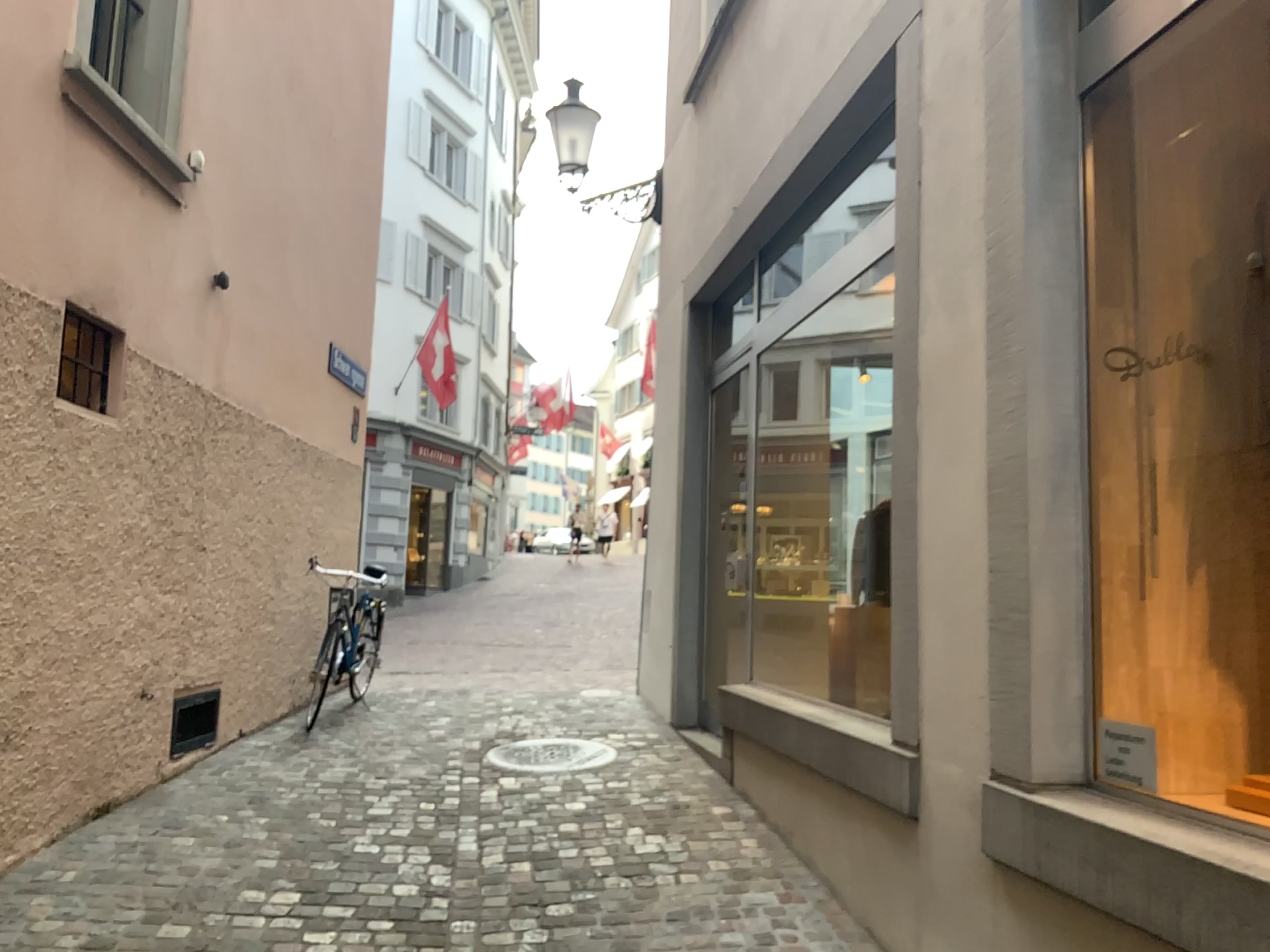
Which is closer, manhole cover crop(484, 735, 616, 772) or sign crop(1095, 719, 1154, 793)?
sign crop(1095, 719, 1154, 793)

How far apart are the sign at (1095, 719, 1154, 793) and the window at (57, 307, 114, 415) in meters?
3.6

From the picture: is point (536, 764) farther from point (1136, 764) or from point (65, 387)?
point (1136, 764)

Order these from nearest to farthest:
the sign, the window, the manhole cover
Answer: the sign < the window < the manhole cover

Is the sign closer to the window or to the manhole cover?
the manhole cover

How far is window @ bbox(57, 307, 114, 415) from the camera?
3.91m

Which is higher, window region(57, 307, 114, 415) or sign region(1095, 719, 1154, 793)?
window region(57, 307, 114, 415)

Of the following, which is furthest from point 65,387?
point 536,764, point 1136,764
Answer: point 1136,764

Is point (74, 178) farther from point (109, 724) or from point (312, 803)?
point (312, 803)

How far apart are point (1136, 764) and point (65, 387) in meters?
3.7 m
